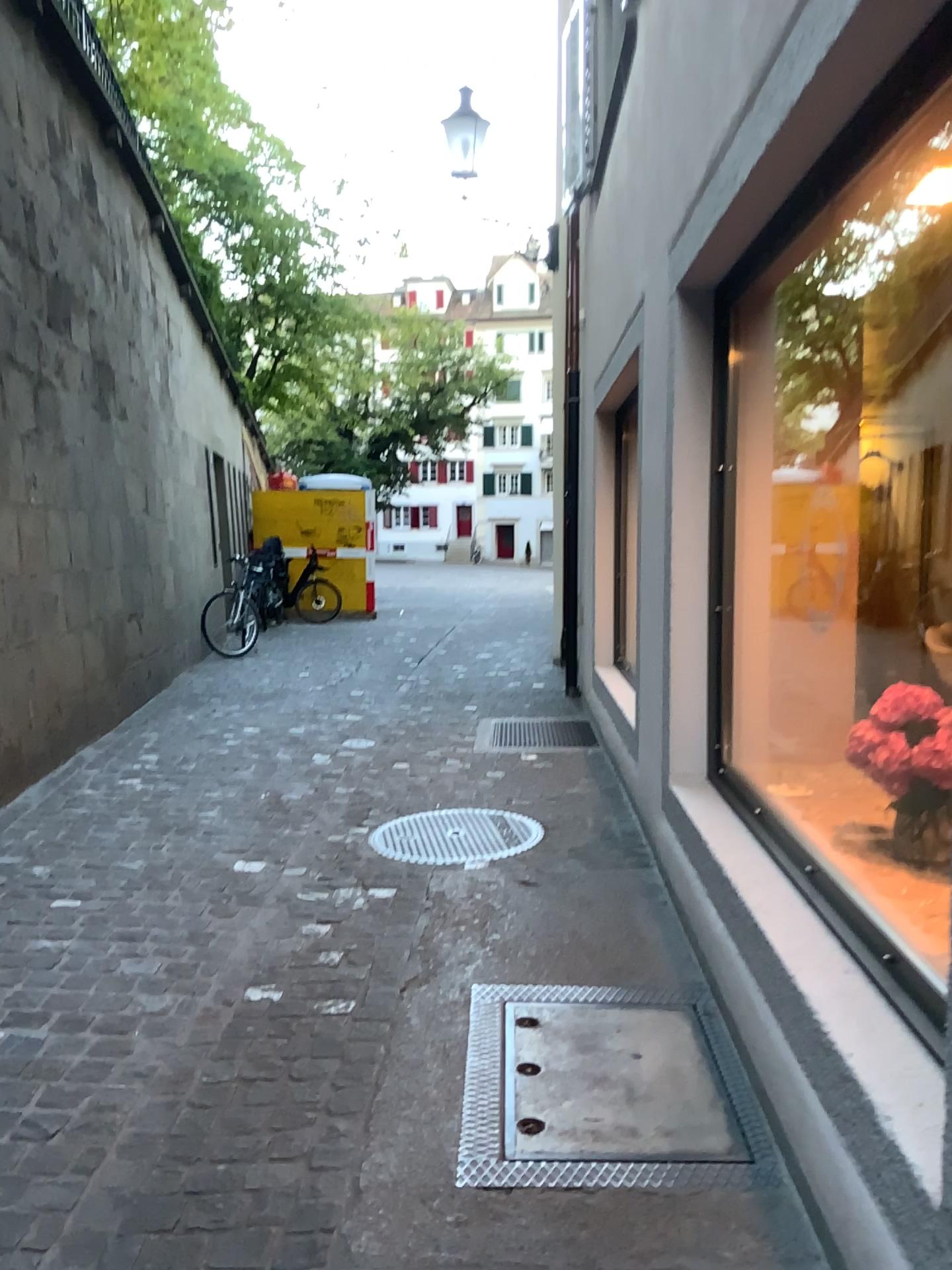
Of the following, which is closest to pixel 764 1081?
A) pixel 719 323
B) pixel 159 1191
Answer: pixel 159 1191
